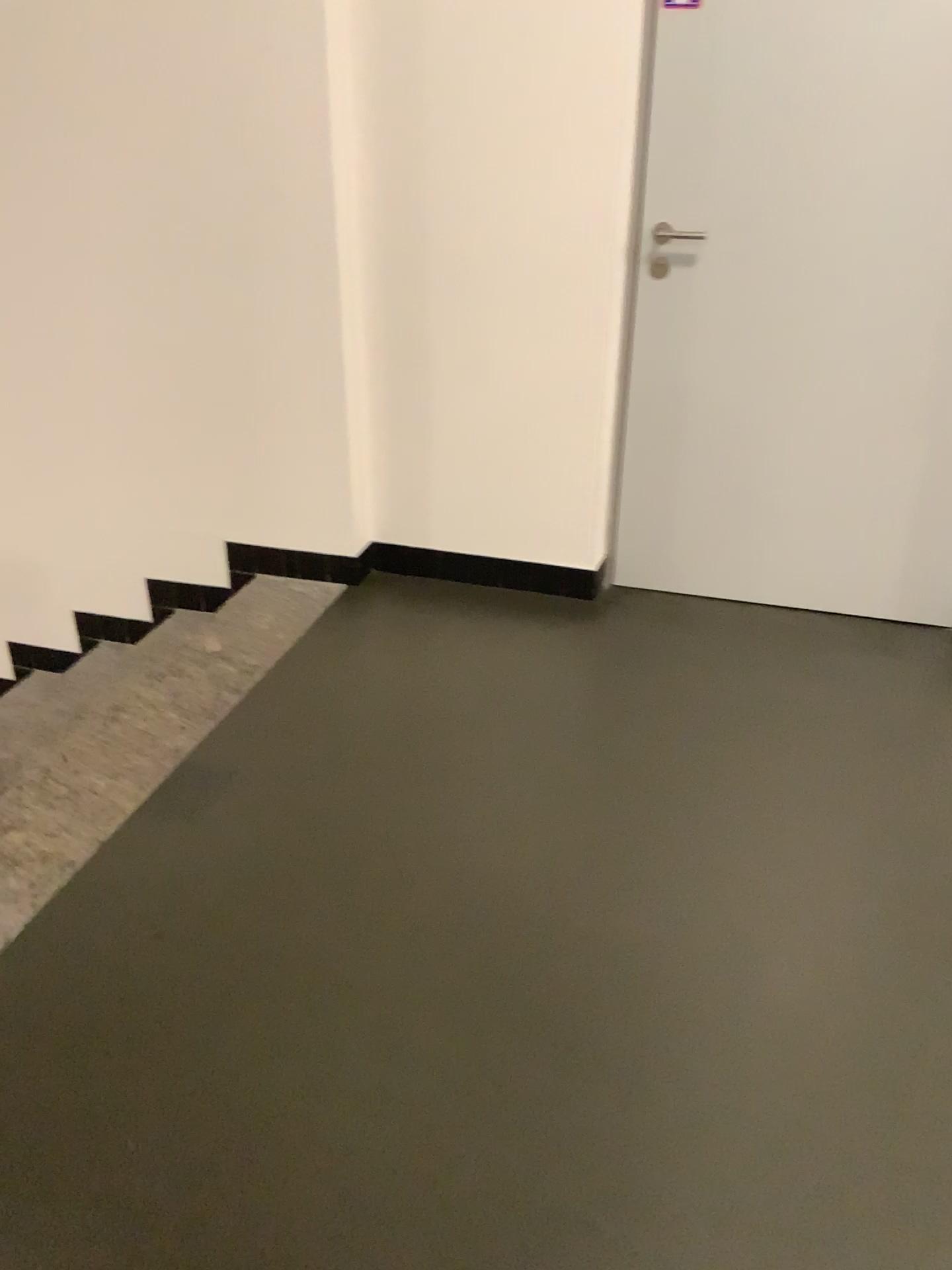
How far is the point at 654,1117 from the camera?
1.6 meters

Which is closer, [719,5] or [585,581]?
[719,5]

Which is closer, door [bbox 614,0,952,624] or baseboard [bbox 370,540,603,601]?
door [bbox 614,0,952,624]

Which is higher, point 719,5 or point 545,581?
point 719,5

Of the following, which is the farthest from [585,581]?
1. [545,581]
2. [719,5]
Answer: [719,5]

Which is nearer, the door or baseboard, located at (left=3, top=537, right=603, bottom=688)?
the door

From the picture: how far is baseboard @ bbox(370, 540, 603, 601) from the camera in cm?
318
